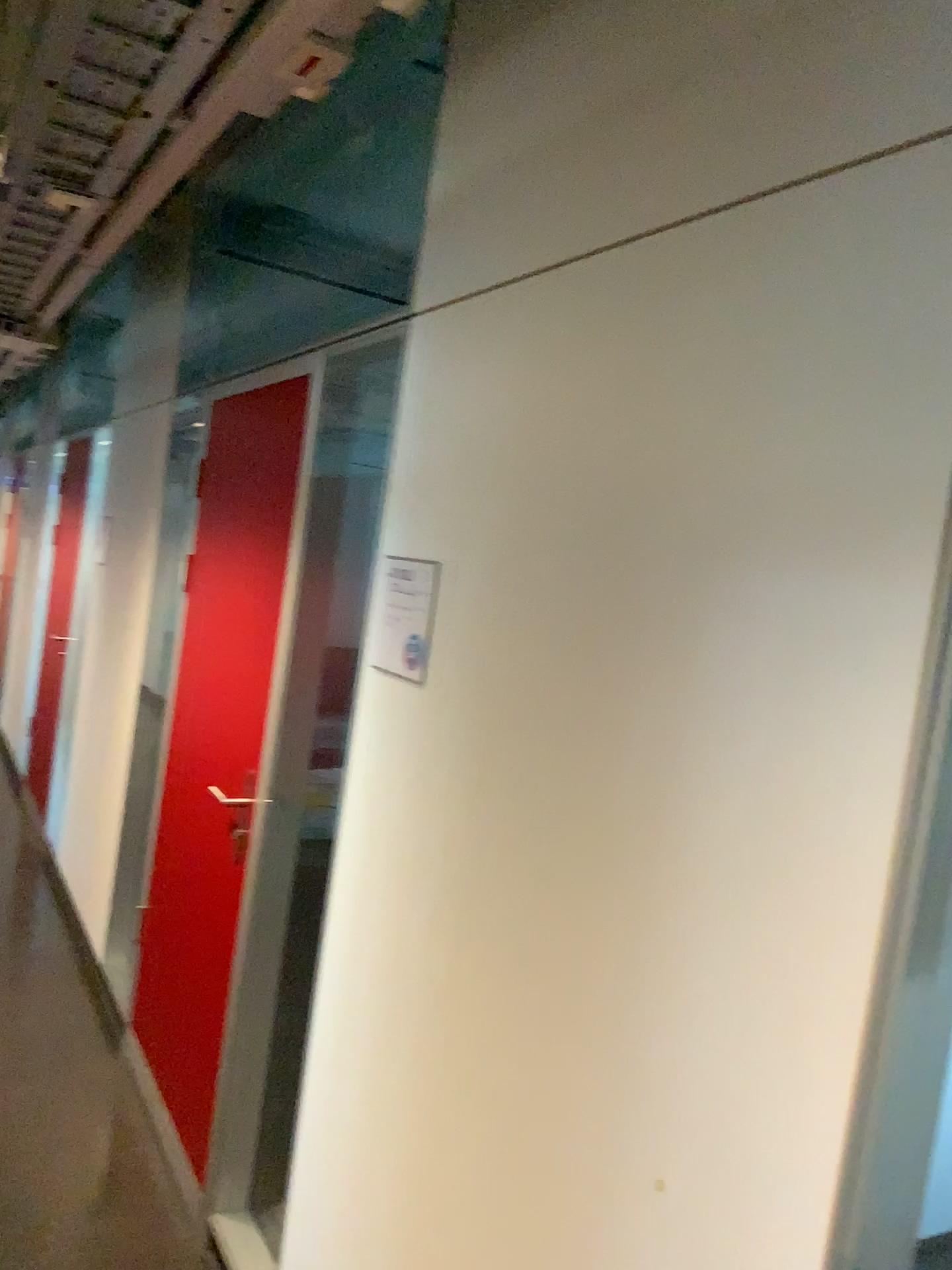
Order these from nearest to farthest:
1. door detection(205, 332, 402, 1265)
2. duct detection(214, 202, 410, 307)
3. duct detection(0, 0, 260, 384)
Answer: duct detection(0, 0, 260, 384) < door detection(205, 332, 402, 1265) < duct detection(214, 202, 410, 307)

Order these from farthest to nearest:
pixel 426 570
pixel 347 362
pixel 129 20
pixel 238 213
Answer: pixel 238 213 < pixel 347 362 < pixel 426 570 < pixel 129 20

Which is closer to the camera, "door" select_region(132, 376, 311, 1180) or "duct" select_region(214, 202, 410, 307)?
"door" select_region(132, 376, 311, 1180)

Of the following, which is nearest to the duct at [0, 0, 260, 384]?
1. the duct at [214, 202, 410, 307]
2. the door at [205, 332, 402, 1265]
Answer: the door at [205, 332, 402, 1265]

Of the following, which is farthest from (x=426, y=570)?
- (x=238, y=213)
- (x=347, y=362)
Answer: (x=238, y=213)

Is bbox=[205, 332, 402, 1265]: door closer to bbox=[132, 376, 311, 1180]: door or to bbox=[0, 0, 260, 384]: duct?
bbox=[132, 376, 311, 1180]: door

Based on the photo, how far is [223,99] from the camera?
1.5 meters

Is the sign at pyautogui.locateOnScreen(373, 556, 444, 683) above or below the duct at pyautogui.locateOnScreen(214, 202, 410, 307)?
below

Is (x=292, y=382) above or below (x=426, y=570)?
above

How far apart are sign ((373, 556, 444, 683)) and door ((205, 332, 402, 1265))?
0.4 meters
